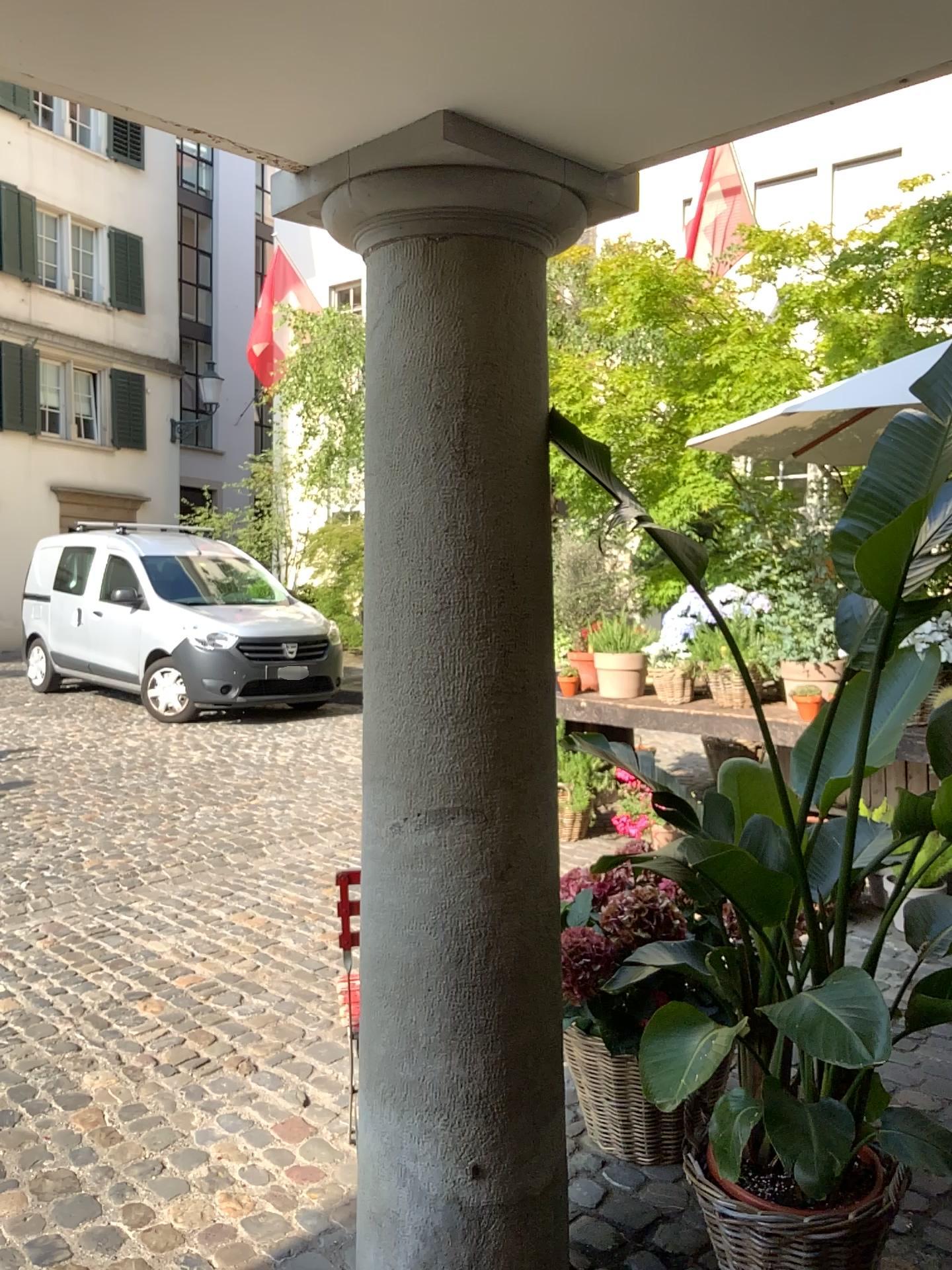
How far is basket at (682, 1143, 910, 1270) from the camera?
1.9m

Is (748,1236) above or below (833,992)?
below

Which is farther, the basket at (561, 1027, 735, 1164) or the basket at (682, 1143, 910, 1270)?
the basket at (561, 1027, 735, 1164)

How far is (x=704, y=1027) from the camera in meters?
1.7

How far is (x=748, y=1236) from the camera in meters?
1.9 m

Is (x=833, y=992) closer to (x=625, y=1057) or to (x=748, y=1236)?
(x=748, y=1236)

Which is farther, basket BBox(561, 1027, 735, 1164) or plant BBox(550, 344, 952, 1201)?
basket BBox(561, 1027, 735, 1164)
